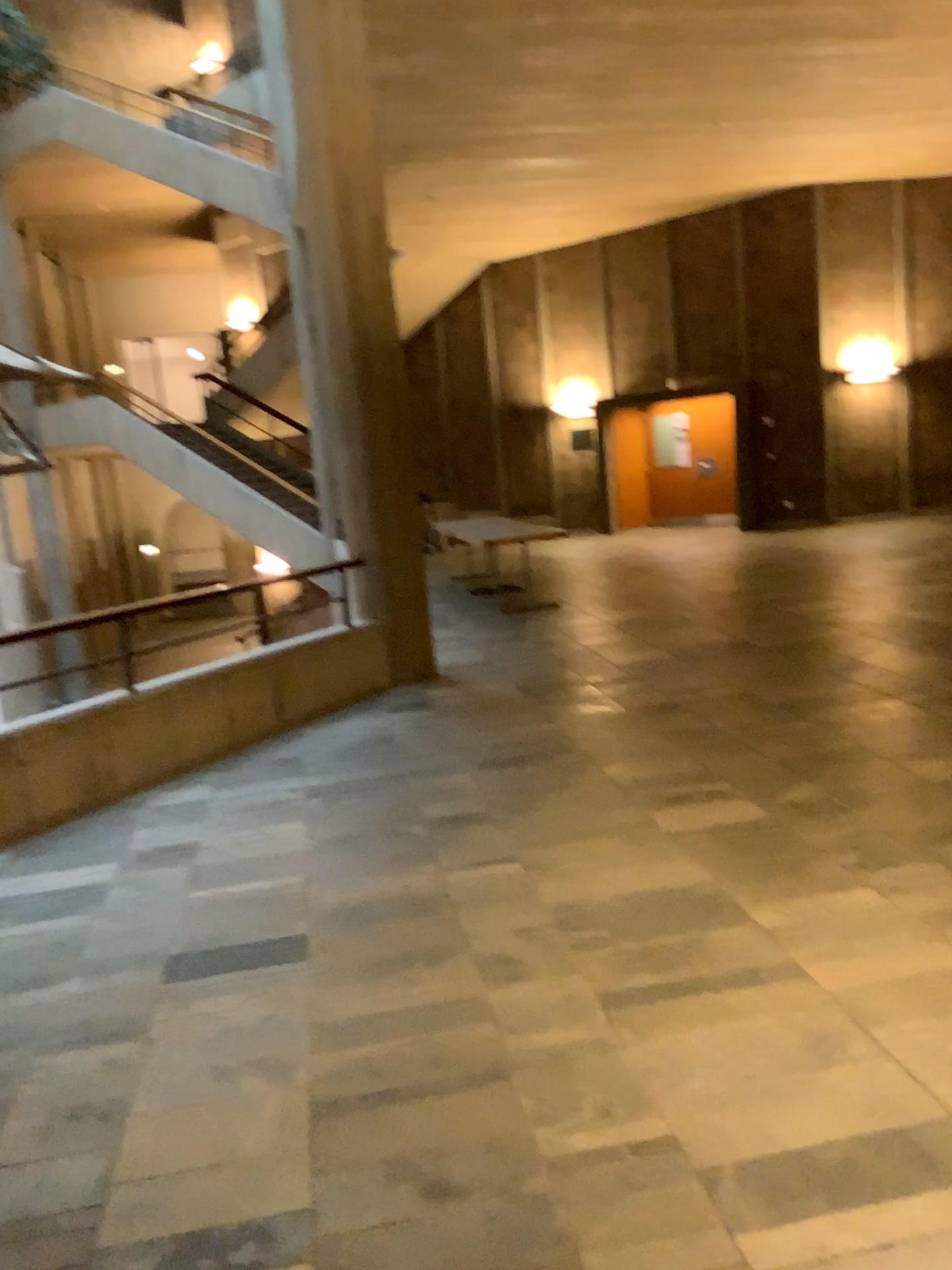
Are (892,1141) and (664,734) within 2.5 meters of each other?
no
